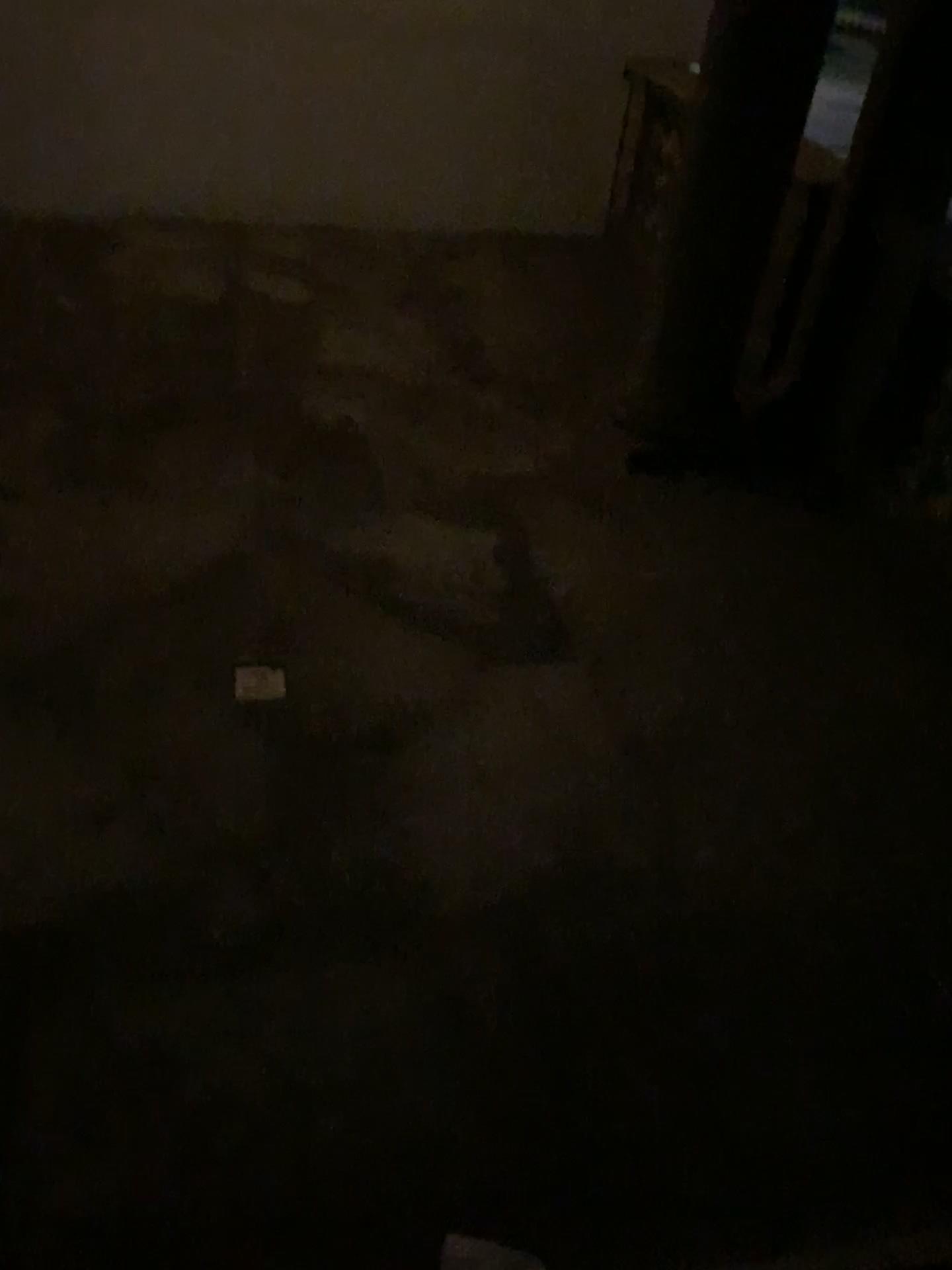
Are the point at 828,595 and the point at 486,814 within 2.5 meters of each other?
yes
